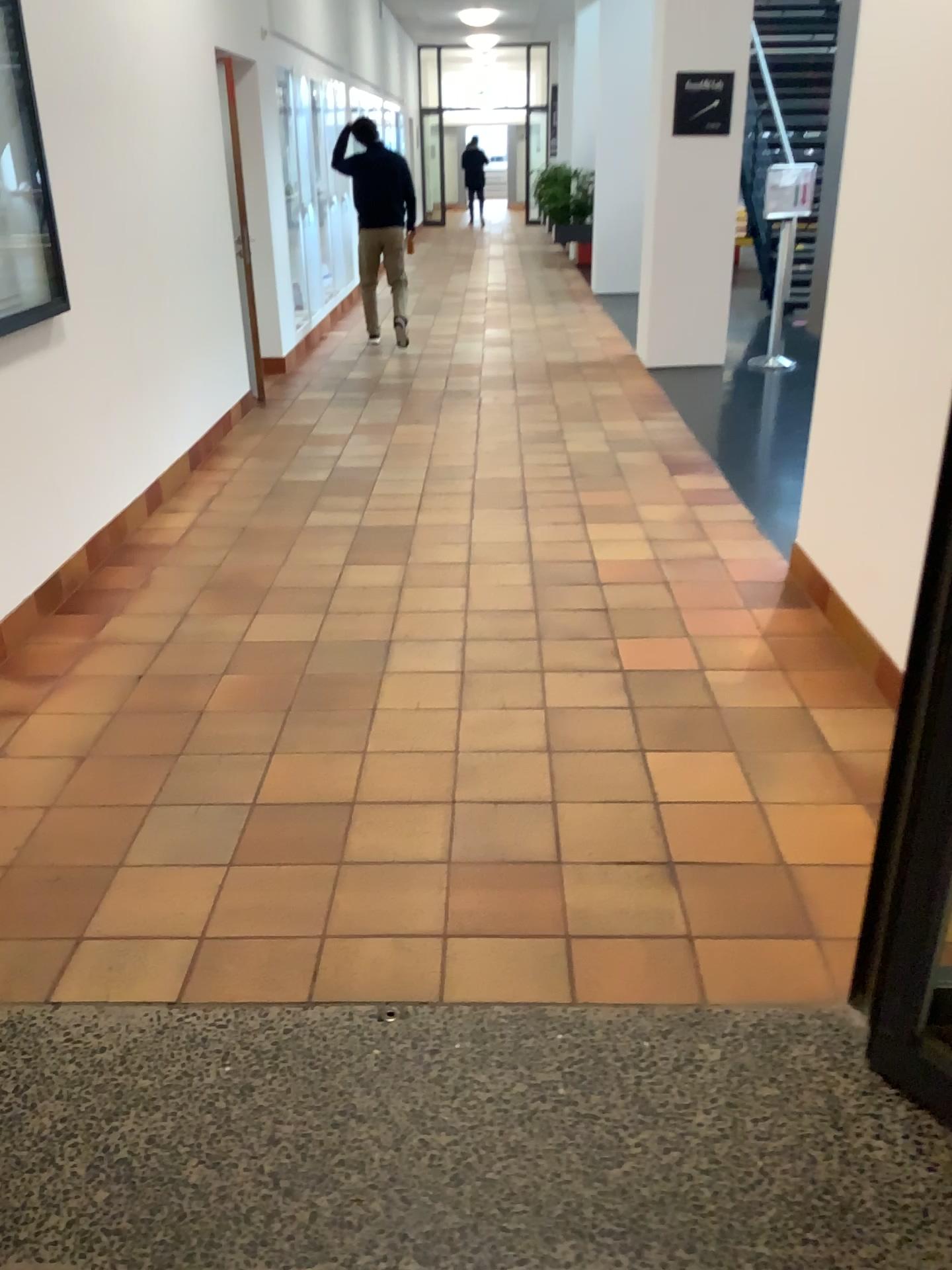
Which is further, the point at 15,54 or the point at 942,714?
the point at 15,54

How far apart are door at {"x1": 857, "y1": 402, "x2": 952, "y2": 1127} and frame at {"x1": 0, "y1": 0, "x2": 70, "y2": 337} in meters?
3.1 m

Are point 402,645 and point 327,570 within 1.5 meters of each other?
yes

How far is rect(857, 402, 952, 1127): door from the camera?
1.6m

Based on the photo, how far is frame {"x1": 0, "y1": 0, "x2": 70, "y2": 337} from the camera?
3.42m

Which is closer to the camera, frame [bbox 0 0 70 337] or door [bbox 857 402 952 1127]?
door [bbox 857 402 952 1127]

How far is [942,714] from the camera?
1.6 meters

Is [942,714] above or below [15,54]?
below

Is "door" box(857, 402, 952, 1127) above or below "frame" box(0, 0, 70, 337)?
below
